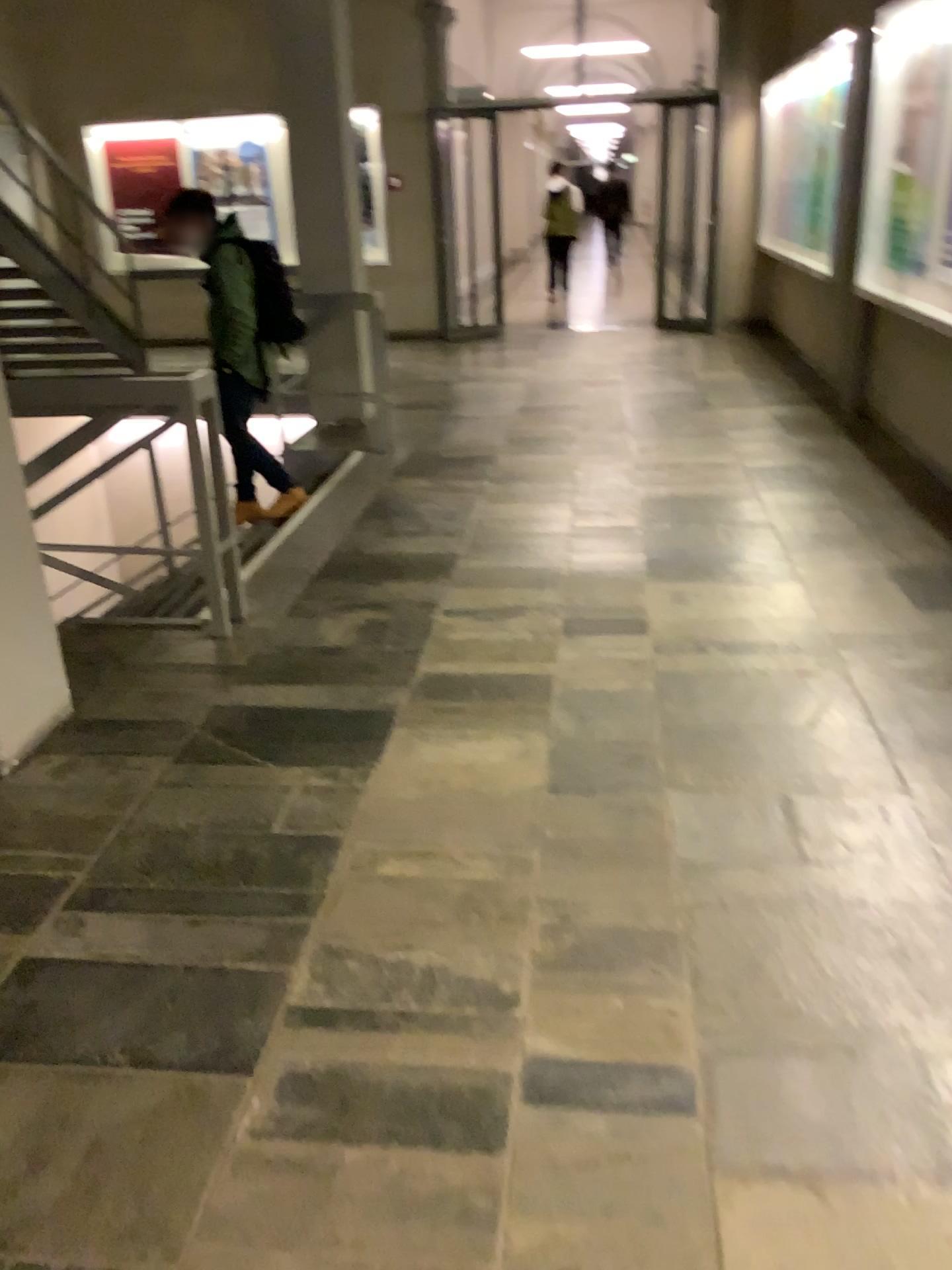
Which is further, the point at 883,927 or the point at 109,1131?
the point at 883,927
